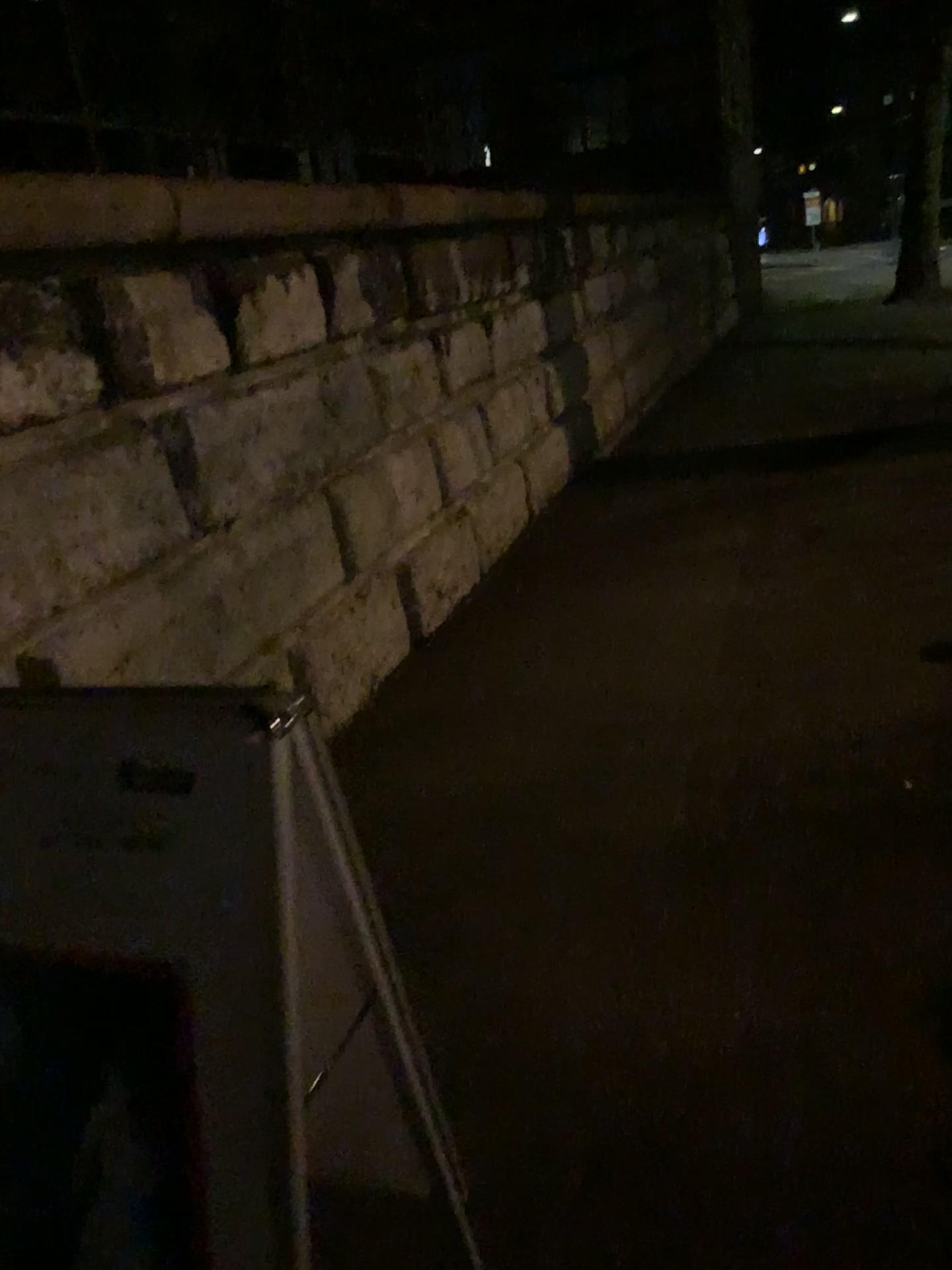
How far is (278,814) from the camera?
1.01m

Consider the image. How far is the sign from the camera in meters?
1.0

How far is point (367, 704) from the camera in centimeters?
412cm
